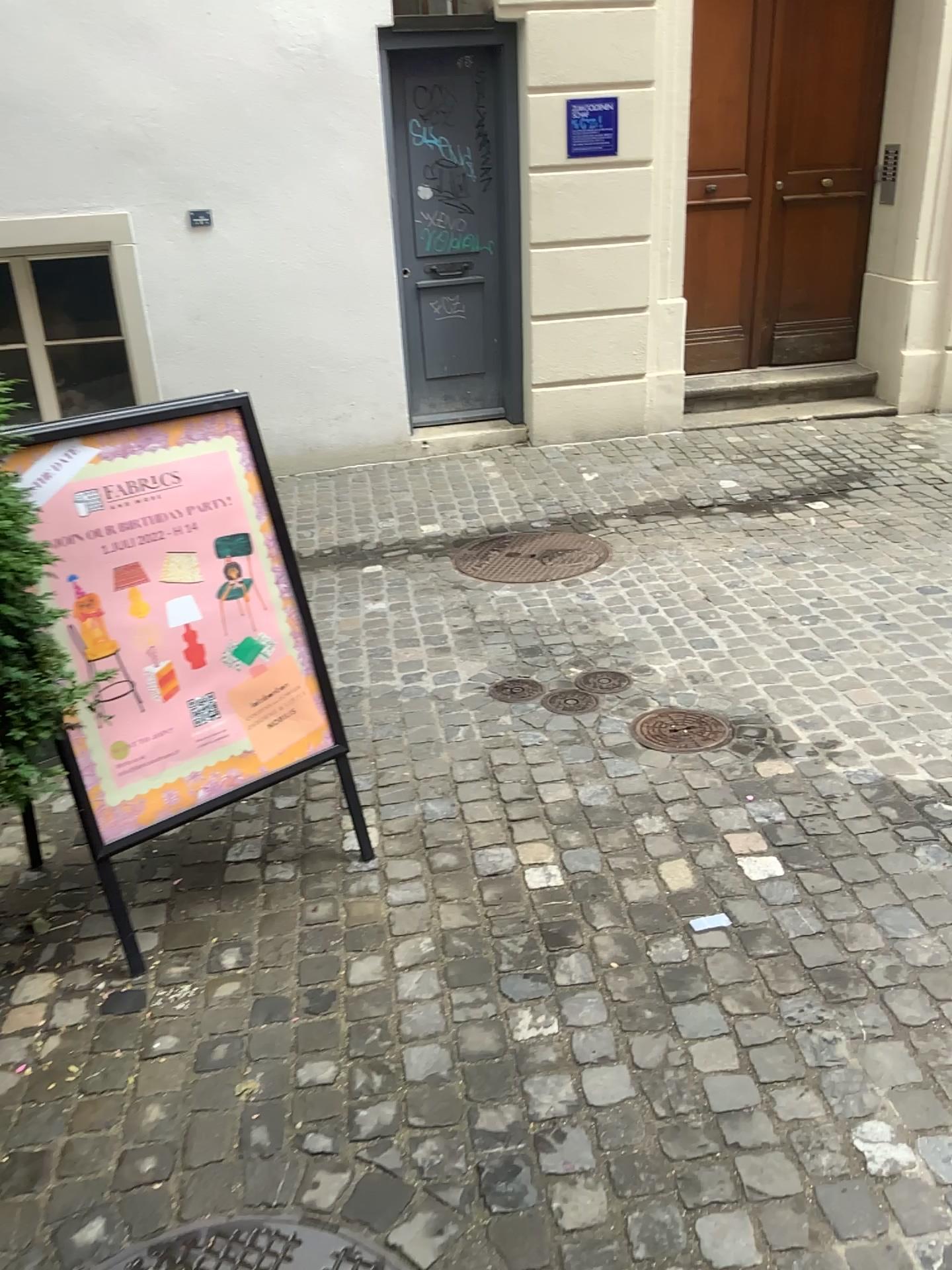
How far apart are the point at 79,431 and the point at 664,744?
1.8 meters

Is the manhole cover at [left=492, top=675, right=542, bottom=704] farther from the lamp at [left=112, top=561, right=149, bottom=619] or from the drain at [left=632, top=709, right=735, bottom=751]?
the lamp at [left=112, top=561, right=149, bottom=619]

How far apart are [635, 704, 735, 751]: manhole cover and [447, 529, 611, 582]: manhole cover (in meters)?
1.37

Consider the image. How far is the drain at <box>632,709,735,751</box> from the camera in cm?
303

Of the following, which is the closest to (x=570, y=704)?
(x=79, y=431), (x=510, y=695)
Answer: (x=510, y=695)

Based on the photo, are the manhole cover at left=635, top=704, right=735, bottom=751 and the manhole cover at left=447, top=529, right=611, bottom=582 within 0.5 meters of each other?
no

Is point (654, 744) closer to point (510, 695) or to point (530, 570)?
point (510, 695)

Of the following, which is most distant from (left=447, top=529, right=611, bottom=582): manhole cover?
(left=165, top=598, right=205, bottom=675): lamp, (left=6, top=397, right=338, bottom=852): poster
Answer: (left=165, top=598, right=205, bottom=675): lamp

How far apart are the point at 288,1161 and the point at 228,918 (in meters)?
0.72

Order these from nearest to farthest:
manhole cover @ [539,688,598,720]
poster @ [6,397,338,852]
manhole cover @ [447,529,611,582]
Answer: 1. poster @ [6,397,338,852]
2. manhole cover @ [539,688,598,720]
3. manhole cover @ [447,529,611,582]
